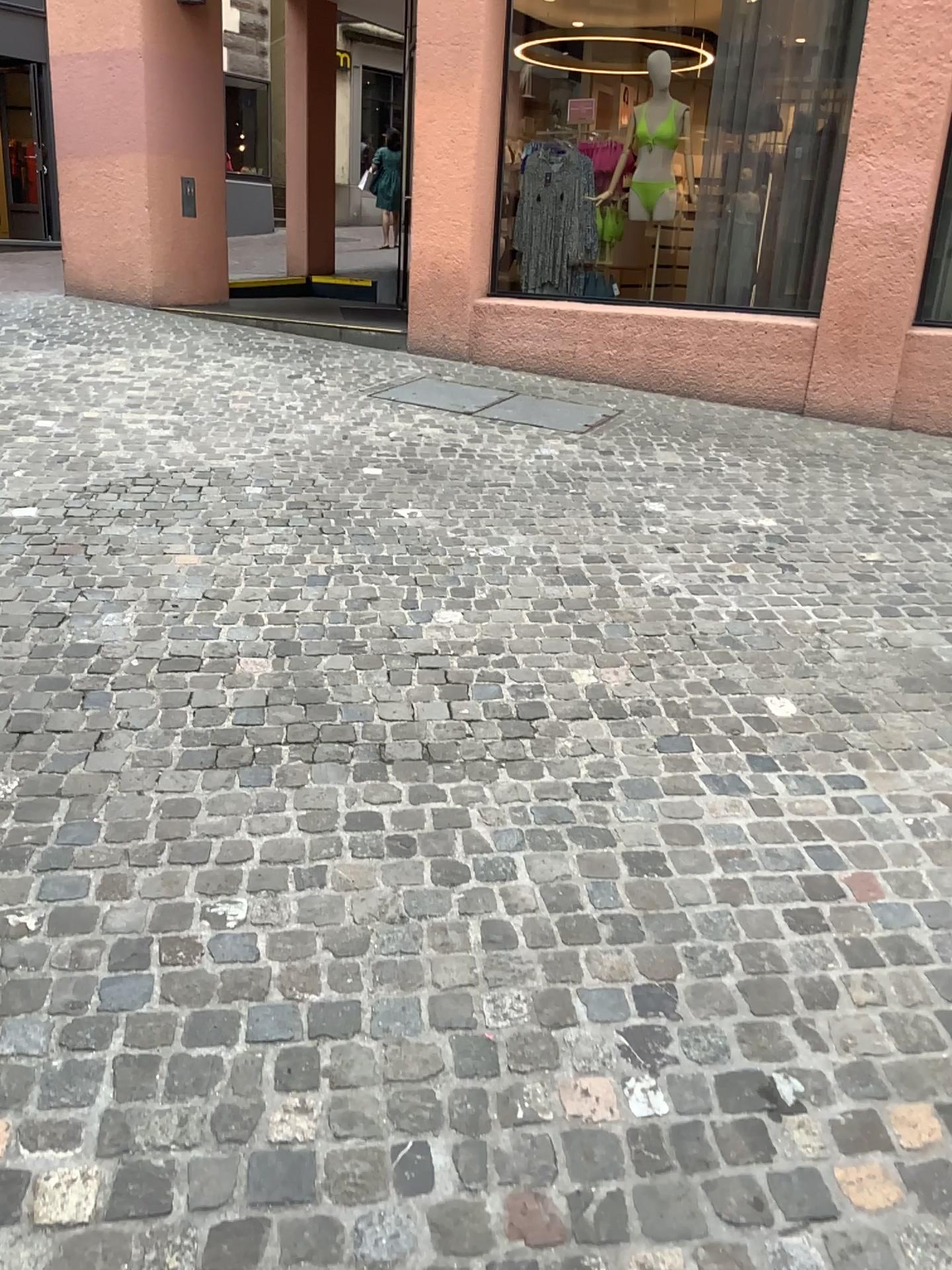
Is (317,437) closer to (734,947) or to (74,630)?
(74,630)
